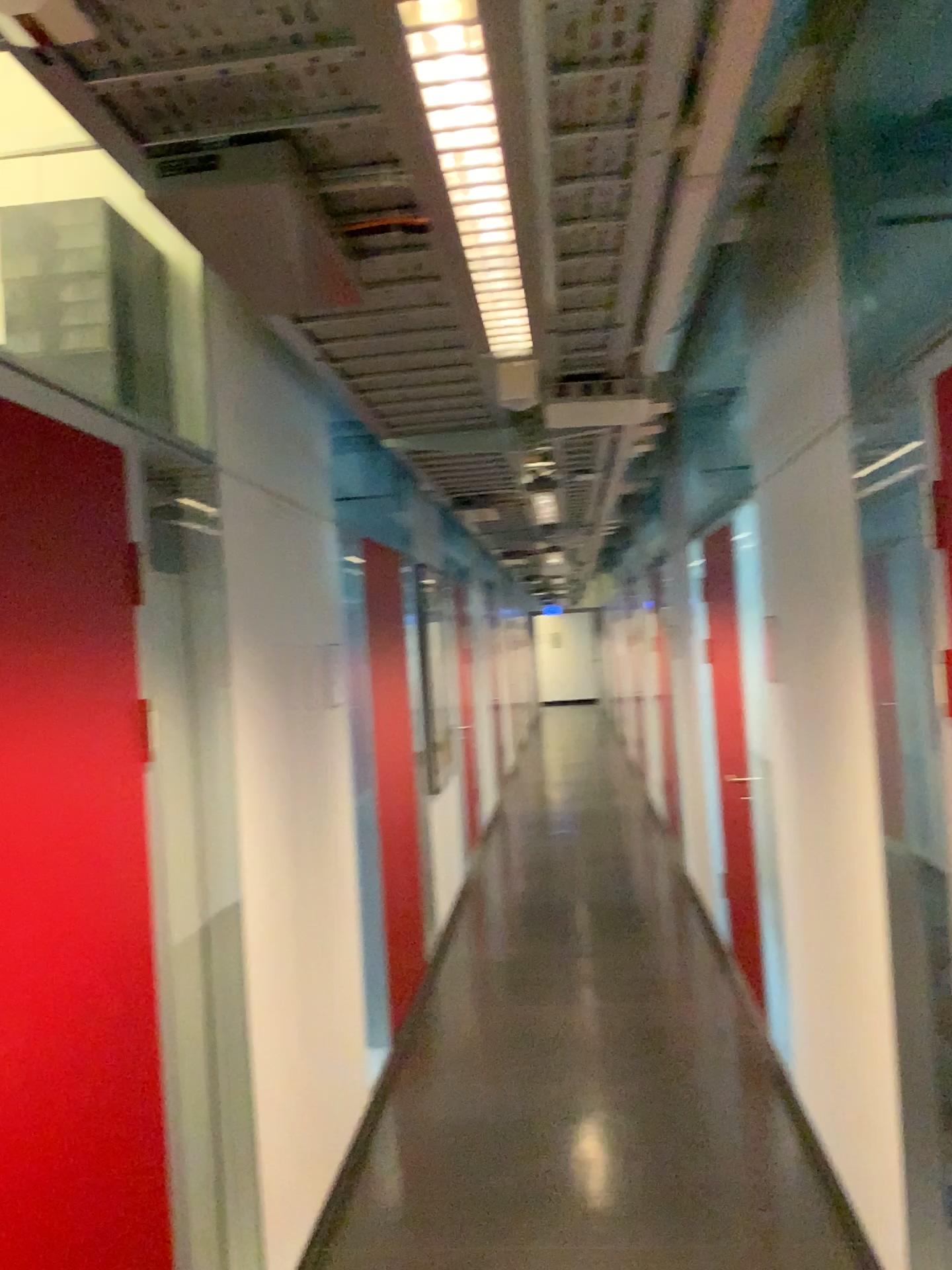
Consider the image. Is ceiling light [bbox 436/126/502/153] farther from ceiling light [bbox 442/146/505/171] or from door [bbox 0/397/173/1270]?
door [bbox 0/397/173/1270]

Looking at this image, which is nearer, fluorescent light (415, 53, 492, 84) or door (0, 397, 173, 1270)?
fluorescent light (415, 53, 492, 84)

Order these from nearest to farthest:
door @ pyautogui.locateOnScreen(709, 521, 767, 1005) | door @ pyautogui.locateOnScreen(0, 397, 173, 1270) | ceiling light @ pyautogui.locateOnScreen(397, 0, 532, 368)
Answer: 1. ceiling light @ pyautogui.locateOnScreen(397, 0, 532, 368)
2. door @ pyautogui.locateOnScreen(0, 397, 173, 1270)
3. door @ pyautogui.locateOnScreen(709, 521, 767, 1005)

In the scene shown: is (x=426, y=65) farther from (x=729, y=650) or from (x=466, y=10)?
(x=729, y=650)

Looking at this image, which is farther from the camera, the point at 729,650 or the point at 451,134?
the point at 729,650

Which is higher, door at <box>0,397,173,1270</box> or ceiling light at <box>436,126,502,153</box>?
ceiling light at <box>436,126,502,153</box>

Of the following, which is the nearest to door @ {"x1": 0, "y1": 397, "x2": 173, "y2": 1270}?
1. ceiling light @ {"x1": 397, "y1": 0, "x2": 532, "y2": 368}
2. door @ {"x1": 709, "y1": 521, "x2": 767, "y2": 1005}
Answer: ceiling light @ {"x1": 397, "y1": 0, "x2": 532, "y2": 368}

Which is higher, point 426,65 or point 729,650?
point 426,65

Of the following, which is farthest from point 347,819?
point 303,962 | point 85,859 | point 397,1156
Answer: point 85,859

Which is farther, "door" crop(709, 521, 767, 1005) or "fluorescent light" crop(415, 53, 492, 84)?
"door" crop(709, 521, 767, 1005)
